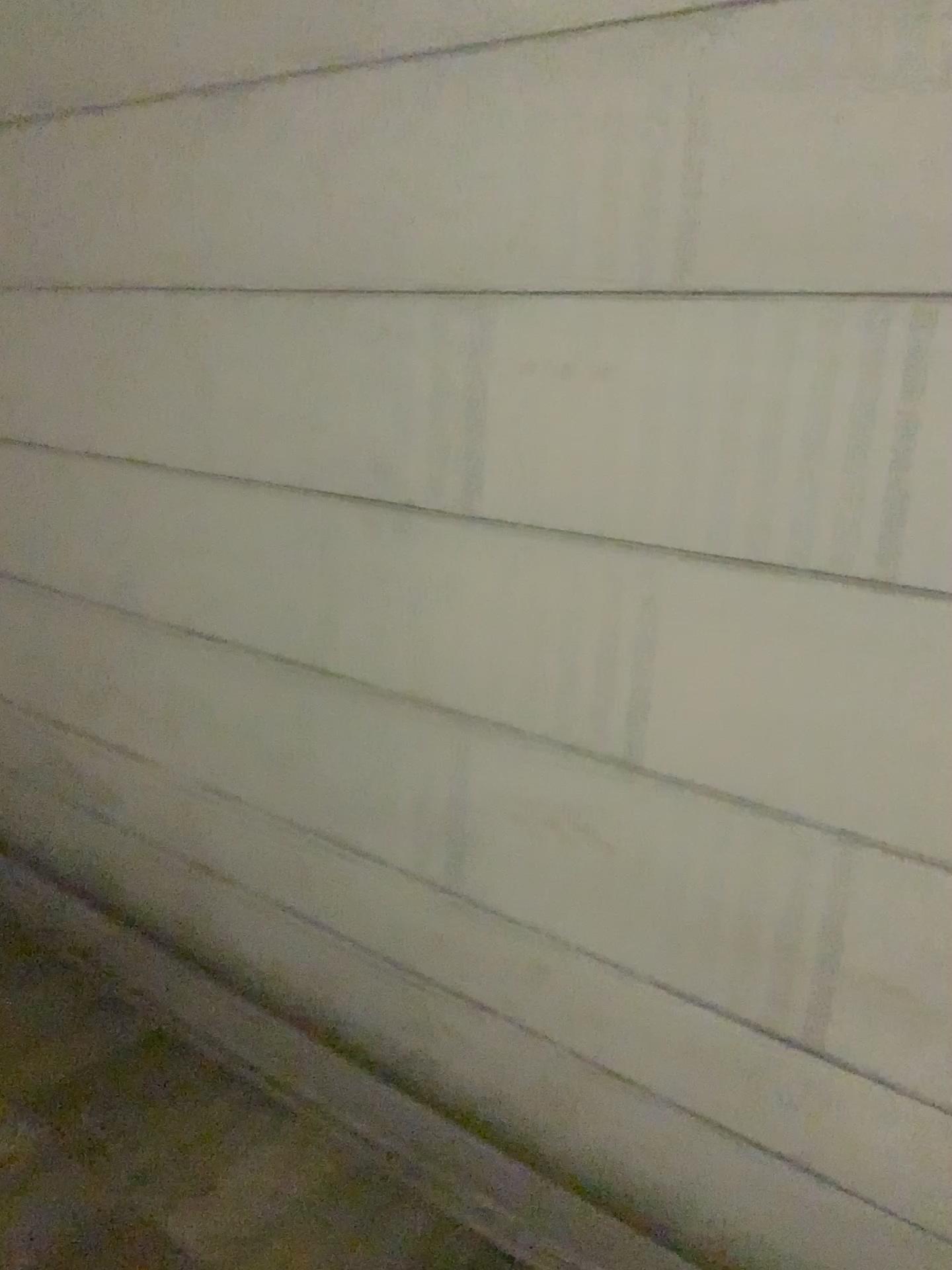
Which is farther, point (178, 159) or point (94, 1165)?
point (178, 159)
